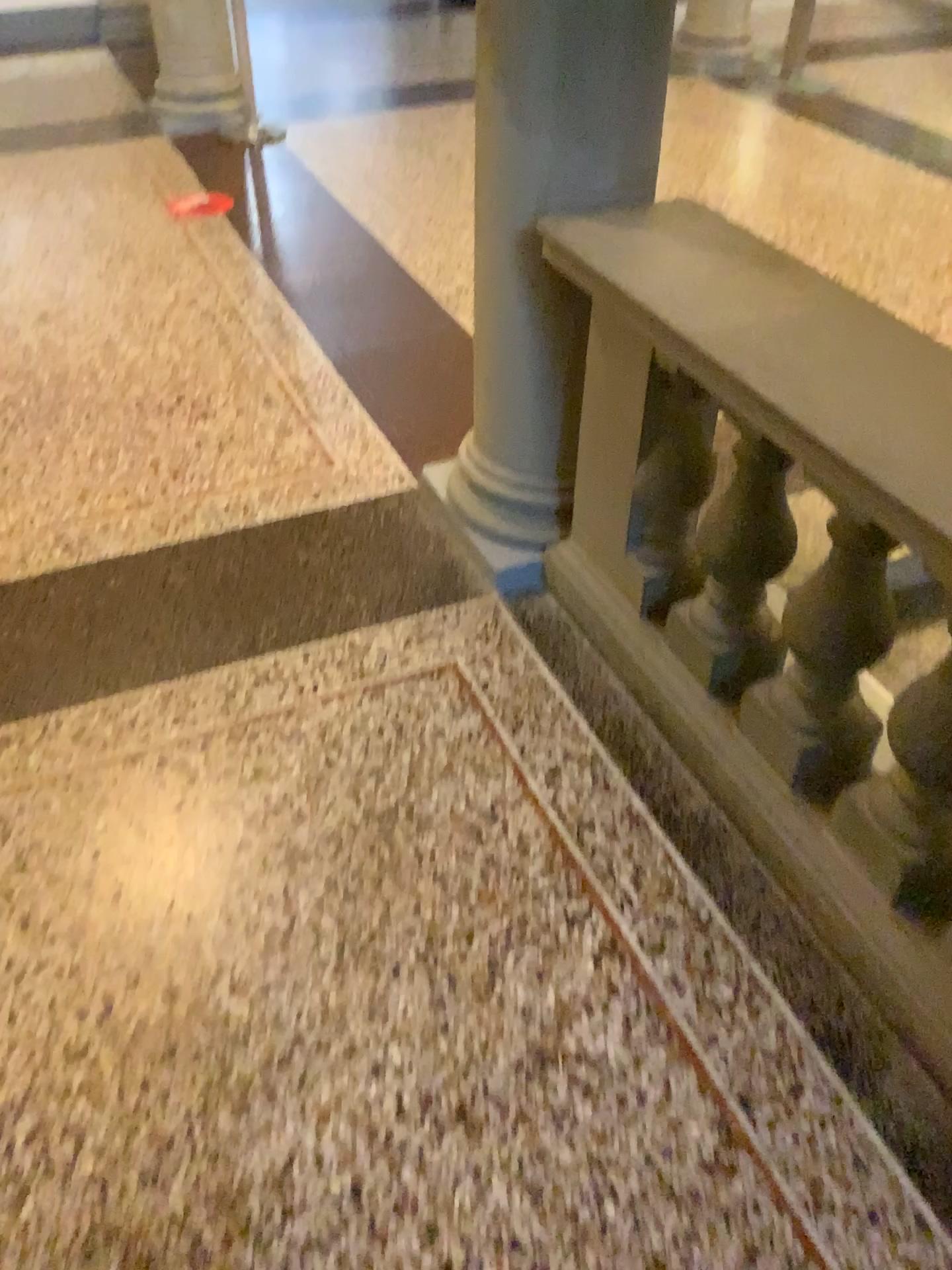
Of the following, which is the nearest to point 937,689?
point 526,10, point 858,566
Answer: point 858,566

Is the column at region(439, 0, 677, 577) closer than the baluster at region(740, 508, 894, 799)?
No

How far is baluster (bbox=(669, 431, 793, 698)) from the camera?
1.9m

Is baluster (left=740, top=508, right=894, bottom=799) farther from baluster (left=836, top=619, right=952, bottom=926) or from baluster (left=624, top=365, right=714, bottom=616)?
baluster (left=624, top=365, right=714, bottom=616)

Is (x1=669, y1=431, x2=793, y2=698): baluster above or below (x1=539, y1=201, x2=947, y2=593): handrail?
below

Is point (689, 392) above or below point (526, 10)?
below

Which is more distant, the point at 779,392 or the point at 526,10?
the point at 526,10

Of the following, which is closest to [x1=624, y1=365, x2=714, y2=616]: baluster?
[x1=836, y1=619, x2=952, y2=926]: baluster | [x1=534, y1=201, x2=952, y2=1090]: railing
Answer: [x1=534, y1=201, x2=952, y2=1090]: railing

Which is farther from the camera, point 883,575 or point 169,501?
point 169,501

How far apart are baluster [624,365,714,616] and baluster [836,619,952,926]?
0.5m
